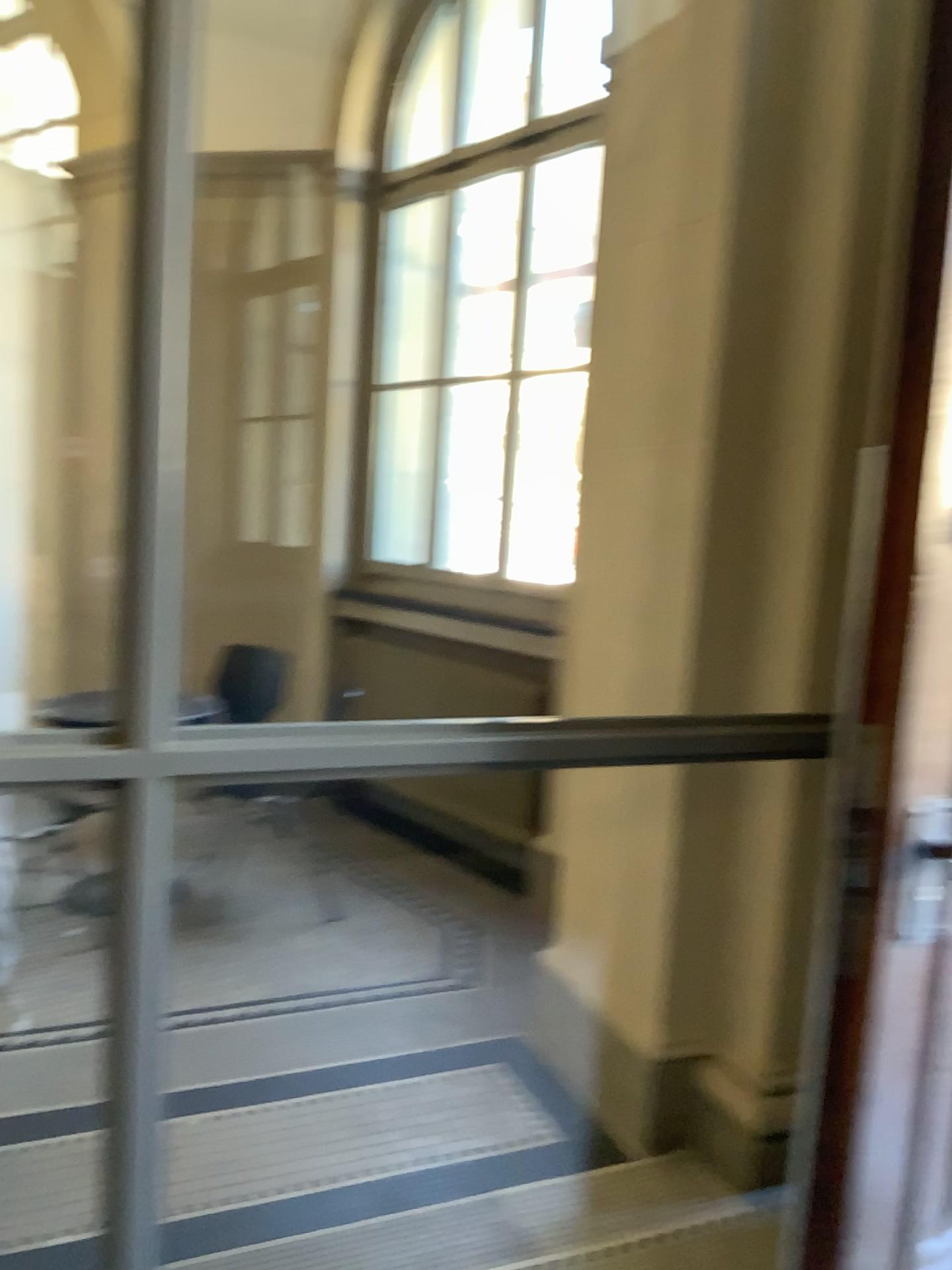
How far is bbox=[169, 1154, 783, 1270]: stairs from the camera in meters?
2.2 m

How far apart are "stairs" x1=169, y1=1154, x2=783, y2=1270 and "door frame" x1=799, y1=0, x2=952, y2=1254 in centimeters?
68cm

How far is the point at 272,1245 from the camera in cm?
217

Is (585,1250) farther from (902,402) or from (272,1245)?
(902,402)

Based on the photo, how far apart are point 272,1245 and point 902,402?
1.98m

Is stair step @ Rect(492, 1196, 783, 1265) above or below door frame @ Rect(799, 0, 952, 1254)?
below

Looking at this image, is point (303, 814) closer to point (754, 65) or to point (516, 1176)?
point (516, 1176)

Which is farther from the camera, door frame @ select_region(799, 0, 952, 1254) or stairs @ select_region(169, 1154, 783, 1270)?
stairs @ select_region(169, 1154, 783, 1270)

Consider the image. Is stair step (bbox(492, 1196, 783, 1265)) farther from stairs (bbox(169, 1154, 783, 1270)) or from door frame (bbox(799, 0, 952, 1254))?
door frame (bbox(799, 0, 952, 1254))

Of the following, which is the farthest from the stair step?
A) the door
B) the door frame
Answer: the door frame
